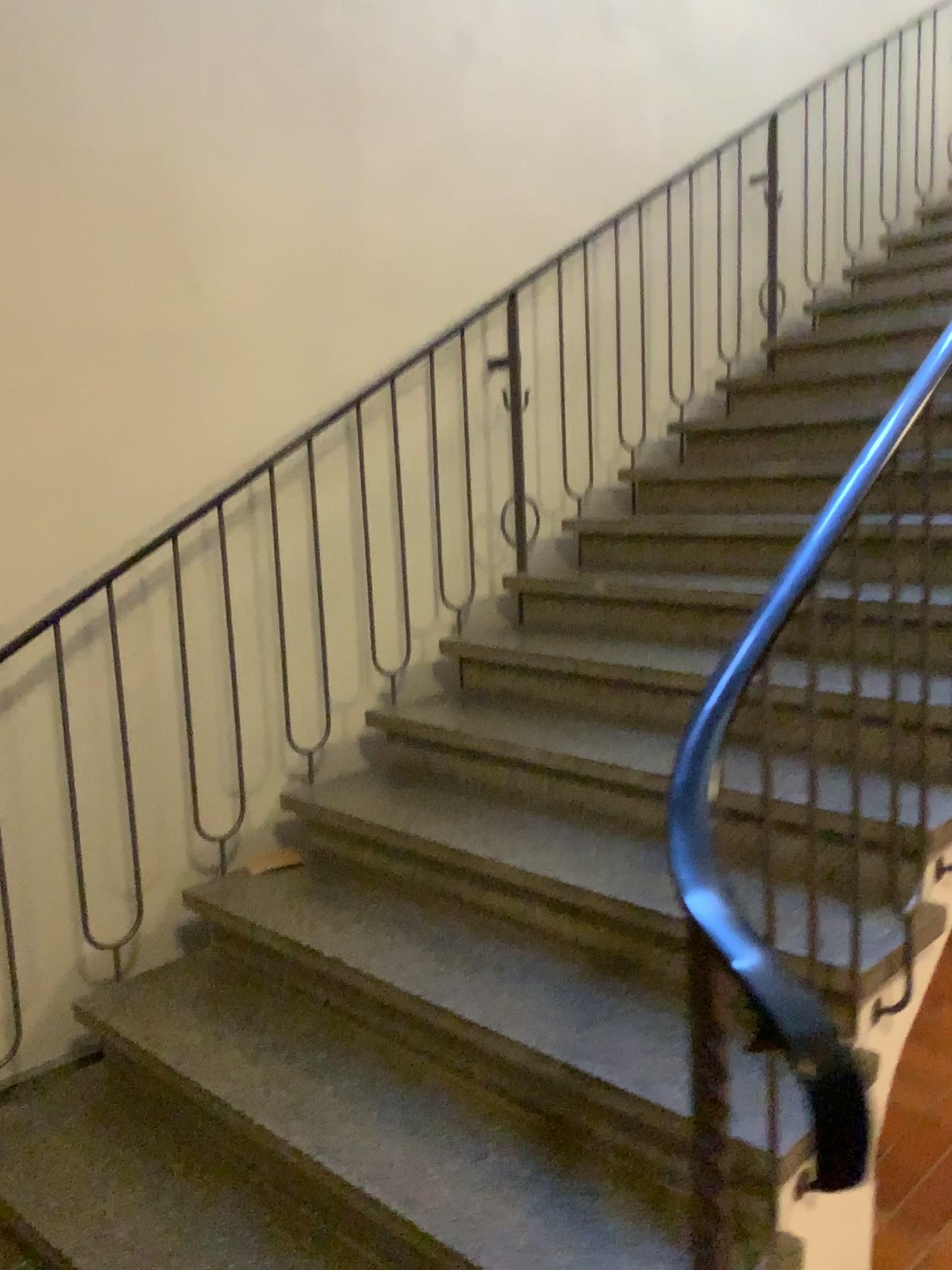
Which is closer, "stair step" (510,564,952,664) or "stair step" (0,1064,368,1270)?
"stair step" (0,1064,368,1270)

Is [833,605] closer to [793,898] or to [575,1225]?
[793,898]

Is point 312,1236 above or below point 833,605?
below

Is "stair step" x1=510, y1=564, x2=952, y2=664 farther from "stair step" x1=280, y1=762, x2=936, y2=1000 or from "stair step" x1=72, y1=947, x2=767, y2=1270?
"stair step" x1=72, y1=947, x2=767, y2=1270

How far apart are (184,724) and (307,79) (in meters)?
1.82

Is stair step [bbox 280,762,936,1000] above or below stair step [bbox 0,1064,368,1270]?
above

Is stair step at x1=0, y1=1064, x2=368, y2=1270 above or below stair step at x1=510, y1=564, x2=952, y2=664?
below

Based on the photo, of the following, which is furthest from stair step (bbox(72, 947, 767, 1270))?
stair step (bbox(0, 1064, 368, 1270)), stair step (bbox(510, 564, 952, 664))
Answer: stair step (bbox(510, 564, 952, 664))

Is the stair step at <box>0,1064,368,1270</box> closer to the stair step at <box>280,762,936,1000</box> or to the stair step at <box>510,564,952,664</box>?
the stair step at <box>280,762,936,1000</box>

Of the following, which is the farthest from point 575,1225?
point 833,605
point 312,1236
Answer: point 833,605
